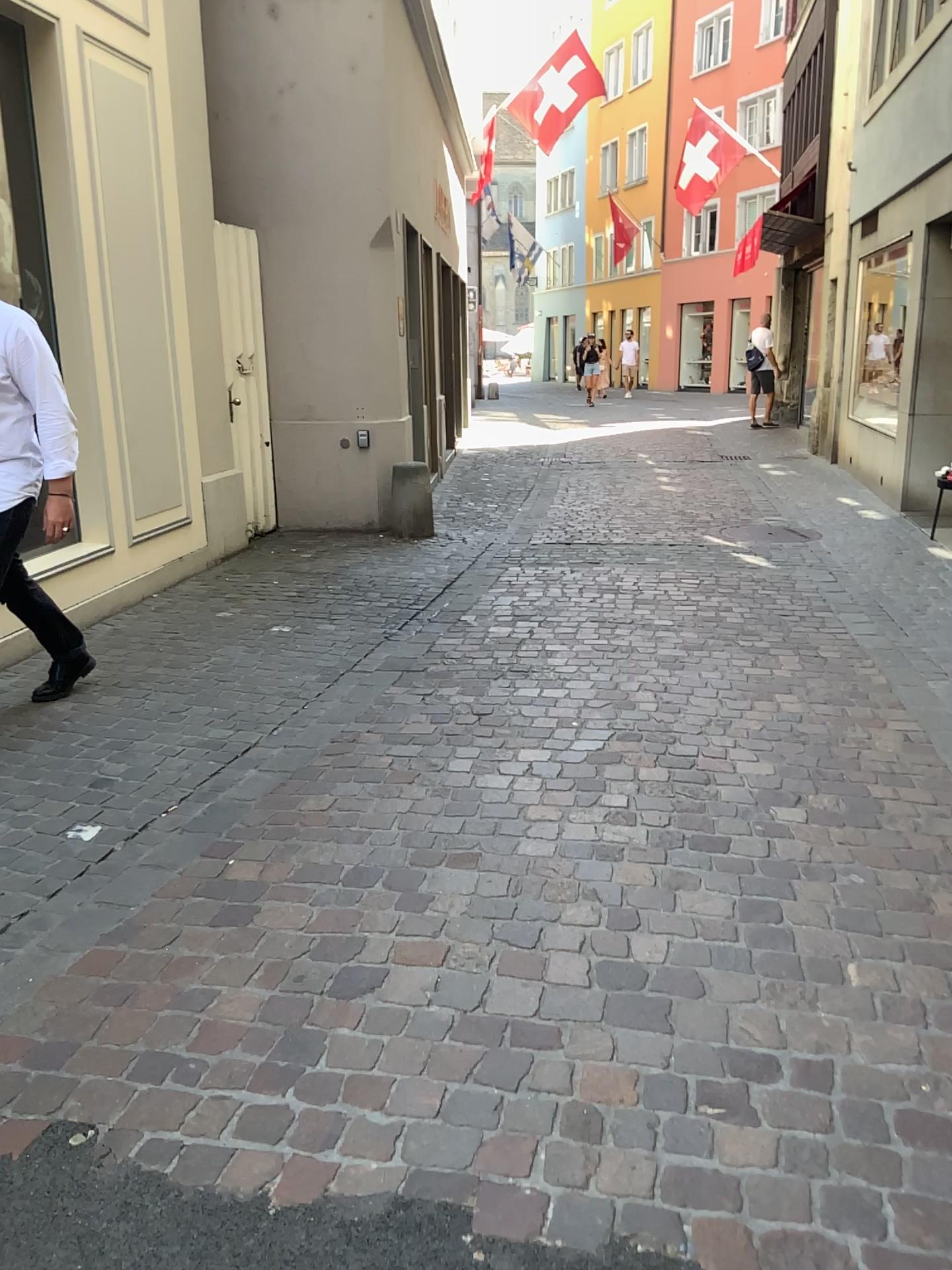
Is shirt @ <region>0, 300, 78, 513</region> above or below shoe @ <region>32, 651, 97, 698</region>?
above

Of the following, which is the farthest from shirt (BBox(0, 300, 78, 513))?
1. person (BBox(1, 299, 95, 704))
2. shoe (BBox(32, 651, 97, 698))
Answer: shoe (BBox(32, 651, 97, 698))

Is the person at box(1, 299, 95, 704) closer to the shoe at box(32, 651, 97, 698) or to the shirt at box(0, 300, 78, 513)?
the shirt at box(0, 300, 78, 513)

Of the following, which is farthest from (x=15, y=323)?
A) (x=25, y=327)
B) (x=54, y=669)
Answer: (x=54, y=669)

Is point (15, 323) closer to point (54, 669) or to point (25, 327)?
point (25, 327)

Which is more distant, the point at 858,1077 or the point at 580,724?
the point at 580,724

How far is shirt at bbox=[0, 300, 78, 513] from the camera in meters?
3.5

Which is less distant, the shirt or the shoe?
the shirt

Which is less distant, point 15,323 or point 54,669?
point 15,323
